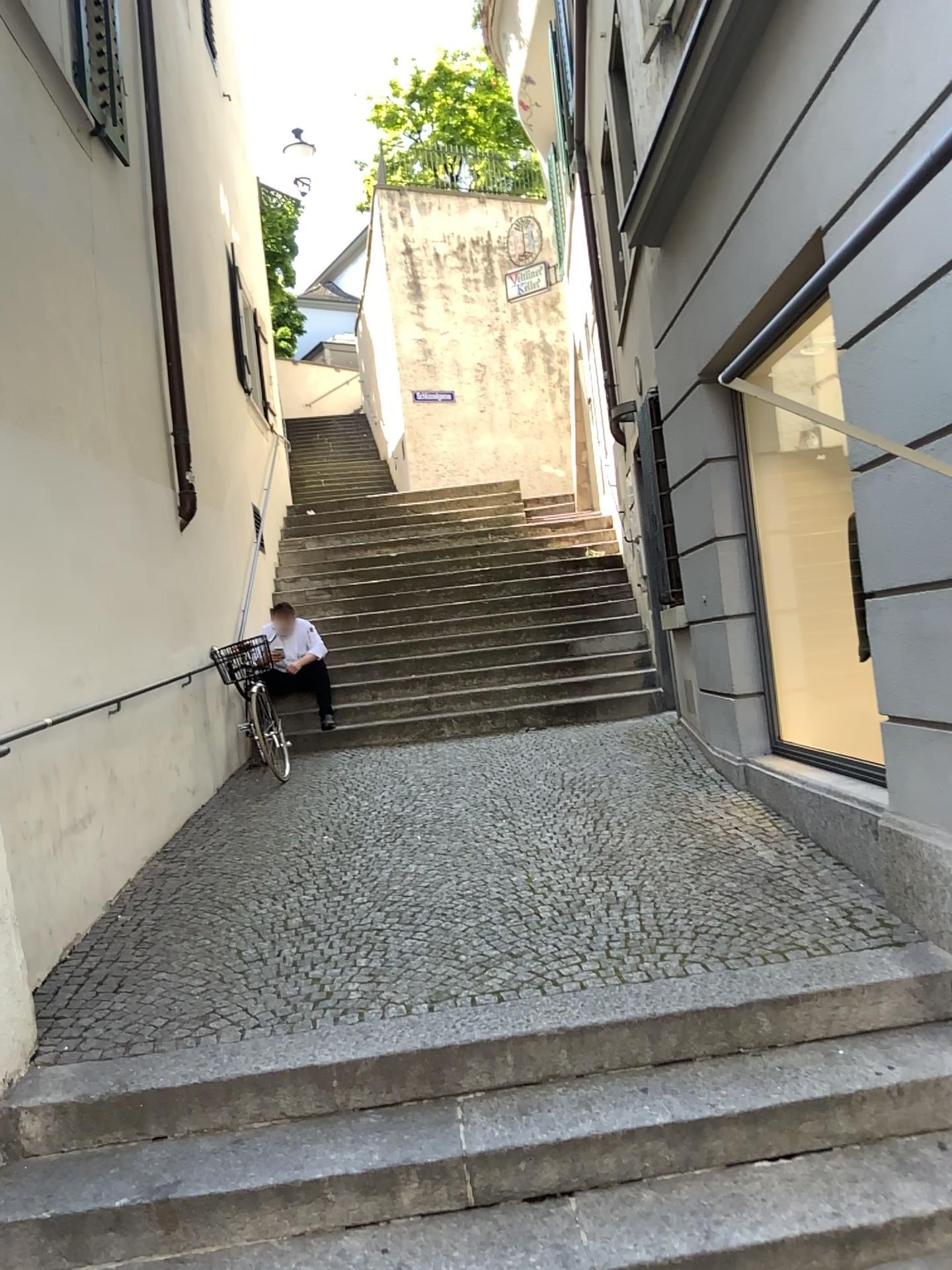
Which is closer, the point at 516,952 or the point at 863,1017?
the point at 863,1017
